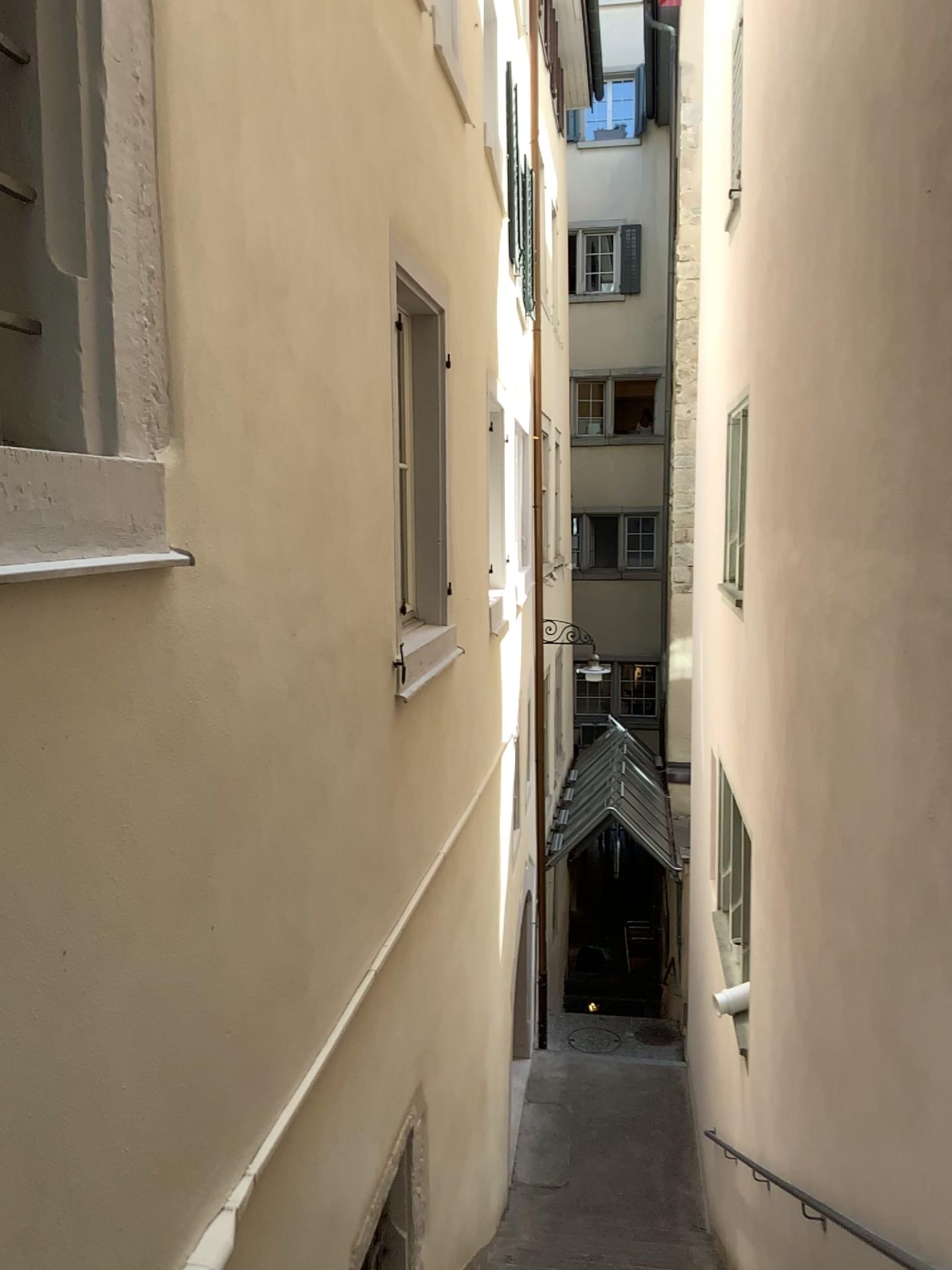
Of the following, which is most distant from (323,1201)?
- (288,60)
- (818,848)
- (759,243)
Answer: (759,243)
